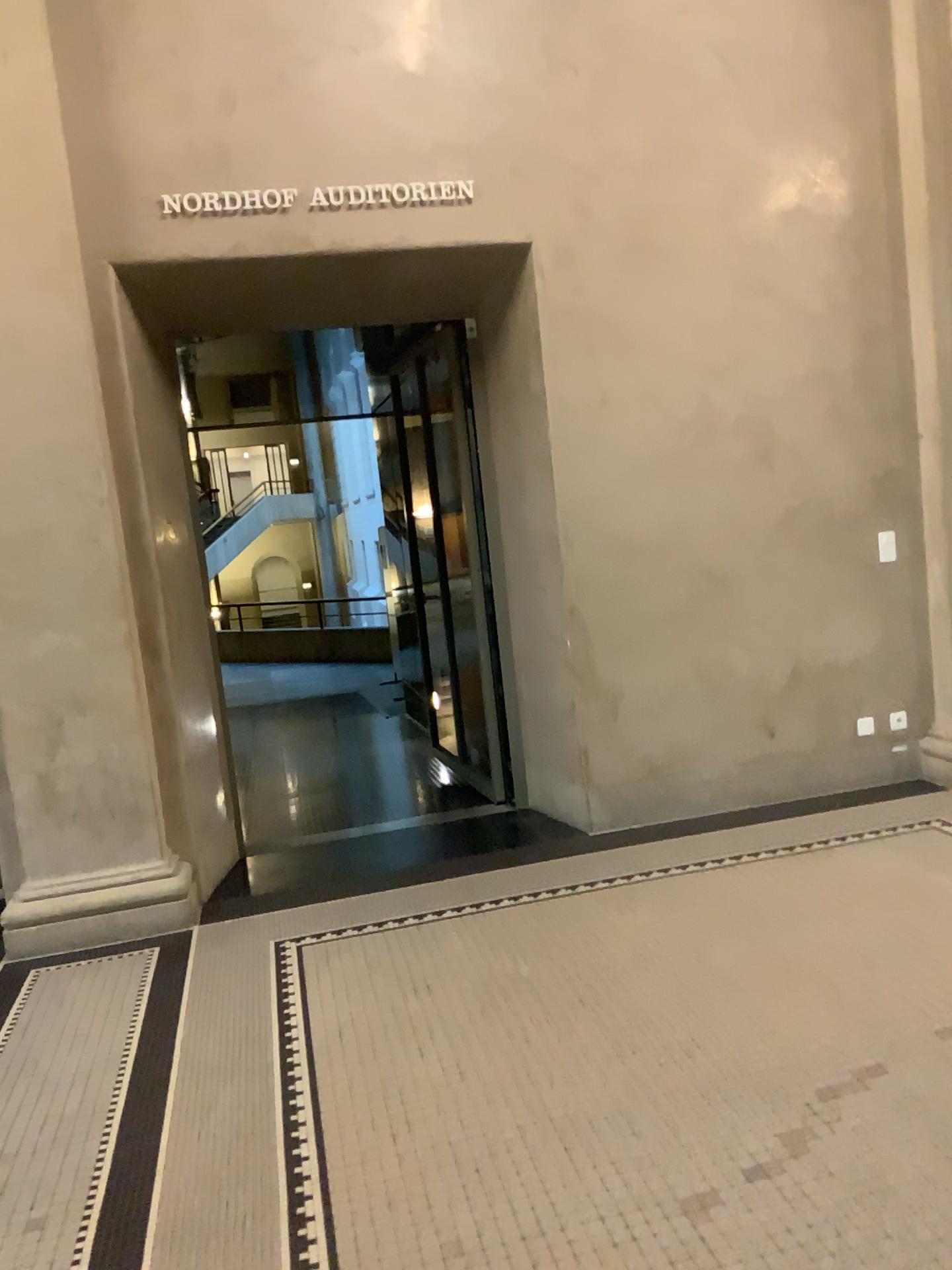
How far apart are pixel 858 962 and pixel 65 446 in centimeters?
345cm

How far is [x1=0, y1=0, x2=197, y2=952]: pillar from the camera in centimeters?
407cm

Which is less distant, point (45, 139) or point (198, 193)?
point (45, 139)

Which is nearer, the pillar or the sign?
the pillar

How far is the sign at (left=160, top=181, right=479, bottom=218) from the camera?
4.3m

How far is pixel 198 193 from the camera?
4.3 meters

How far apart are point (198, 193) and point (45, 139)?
0.6m

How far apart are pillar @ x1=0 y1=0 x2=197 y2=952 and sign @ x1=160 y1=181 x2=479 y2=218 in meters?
0.4
